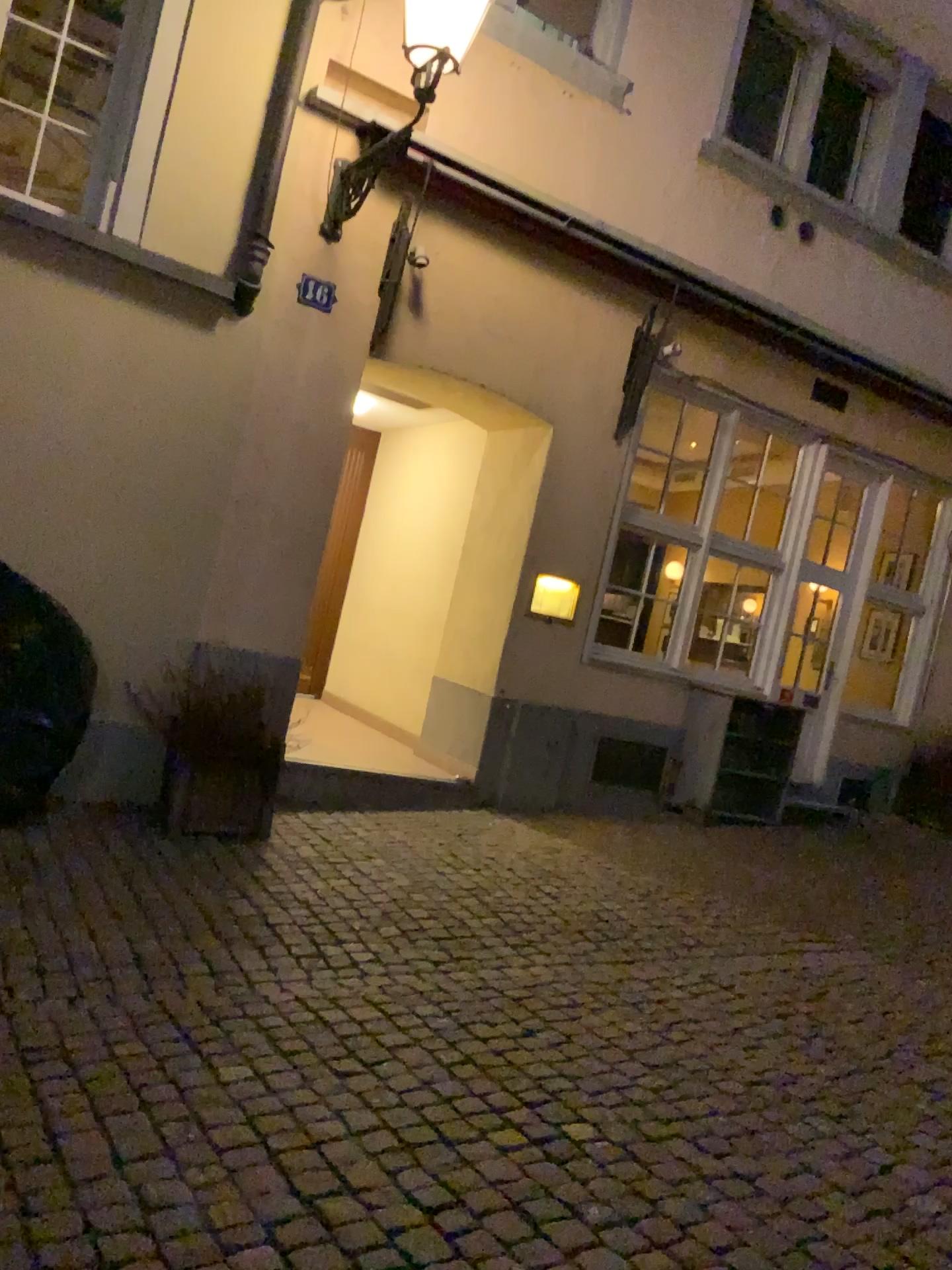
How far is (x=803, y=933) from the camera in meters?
4.9
